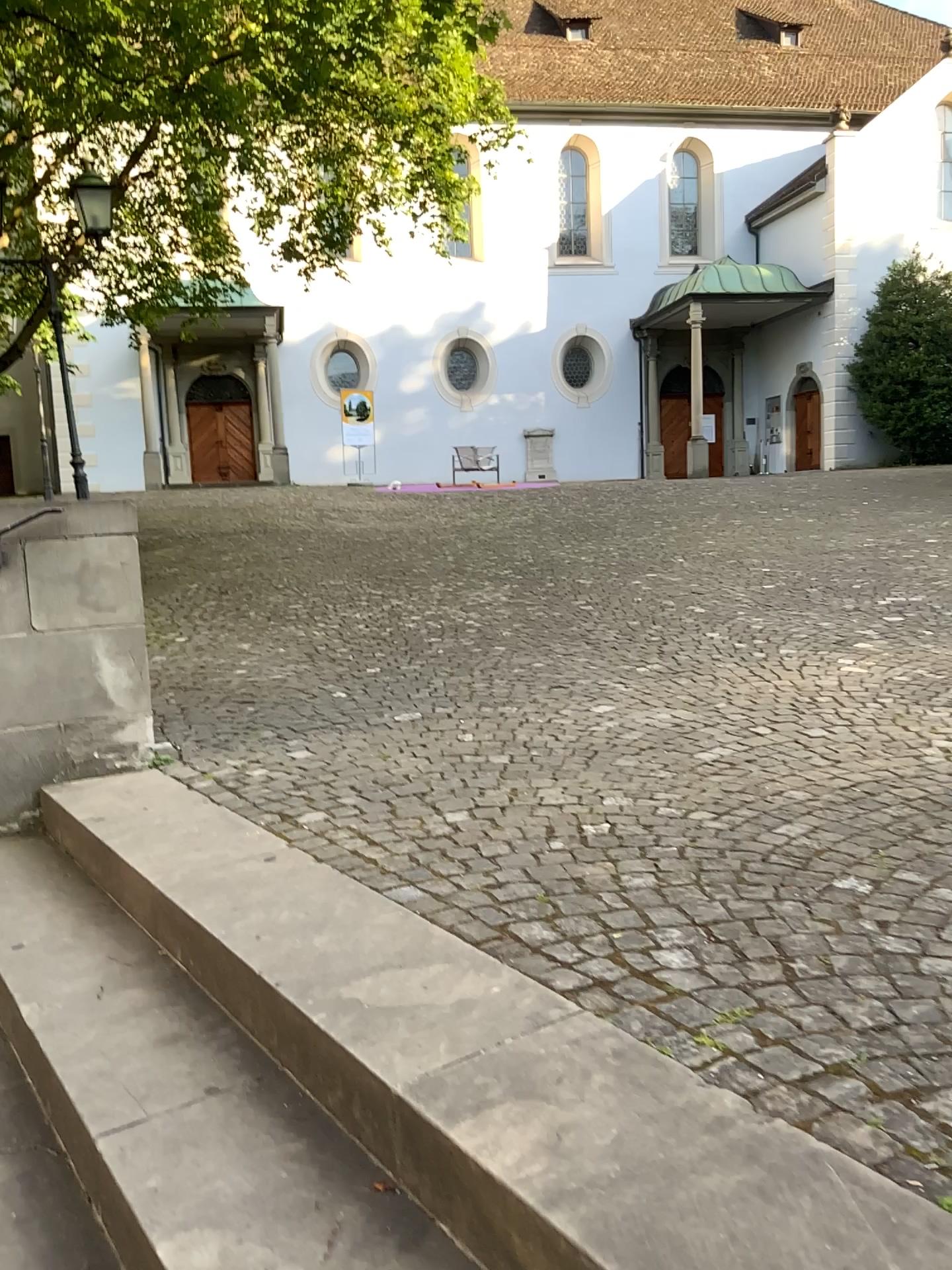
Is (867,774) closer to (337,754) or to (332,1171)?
(337,754)
